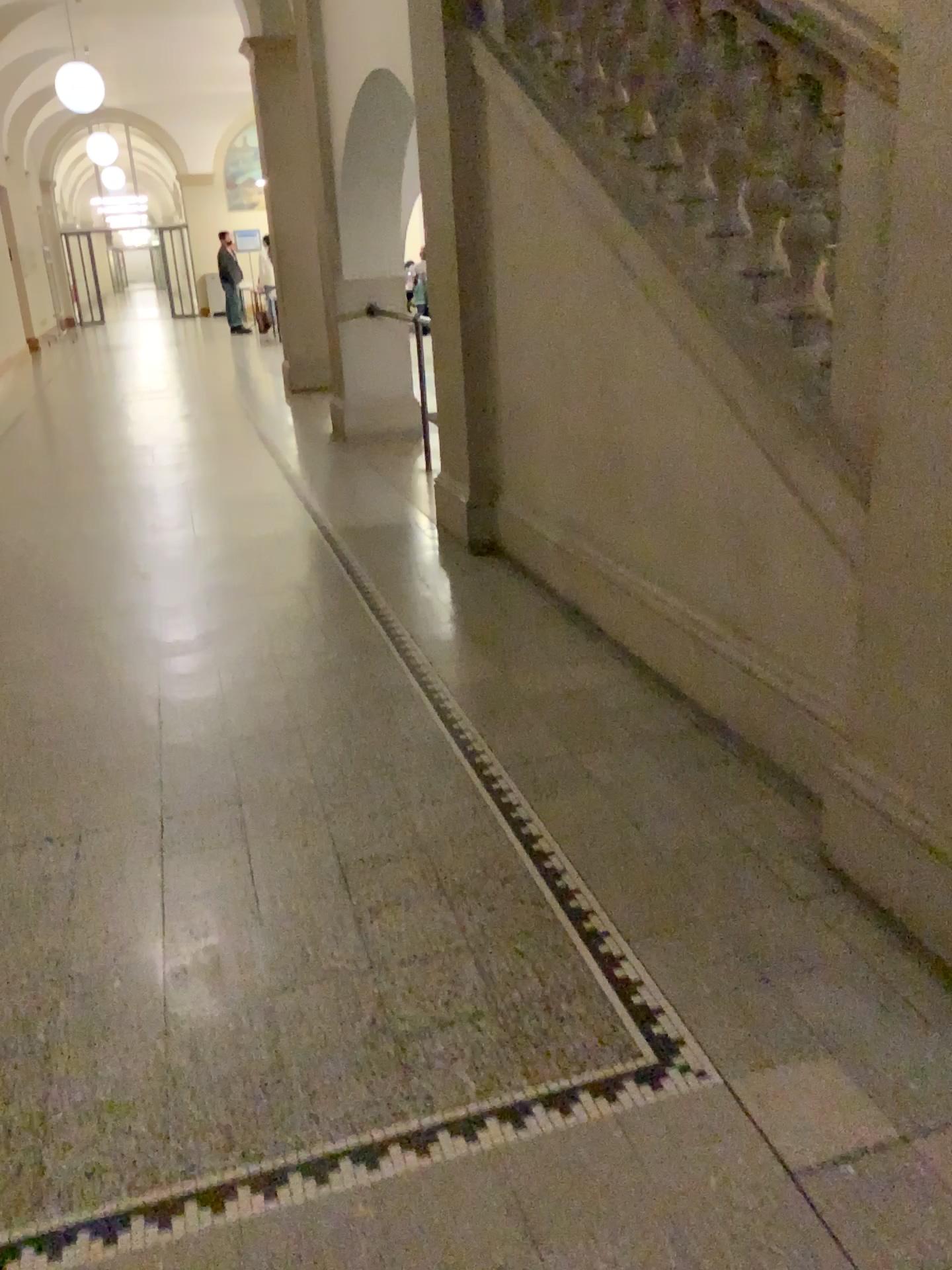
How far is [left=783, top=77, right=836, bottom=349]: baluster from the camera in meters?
2.4

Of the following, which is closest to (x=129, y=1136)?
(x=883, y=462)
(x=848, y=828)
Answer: (x=848, y=828)

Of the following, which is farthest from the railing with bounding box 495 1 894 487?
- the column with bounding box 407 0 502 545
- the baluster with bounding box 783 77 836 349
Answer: the column with bounding box 407 0 502 545

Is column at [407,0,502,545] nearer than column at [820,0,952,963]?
No

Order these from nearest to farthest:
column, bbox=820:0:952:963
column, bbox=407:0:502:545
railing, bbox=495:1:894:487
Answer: column, bbox=820:0:952:963 < railing, bbox=495:1:894:487 < column, bbox=407:0:502:545

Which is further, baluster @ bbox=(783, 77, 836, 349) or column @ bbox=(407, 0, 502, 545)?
column @ bbox=(407, 0, 502, 545)

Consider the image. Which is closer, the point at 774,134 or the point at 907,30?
the point at 907,30

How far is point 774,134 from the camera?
2.6m

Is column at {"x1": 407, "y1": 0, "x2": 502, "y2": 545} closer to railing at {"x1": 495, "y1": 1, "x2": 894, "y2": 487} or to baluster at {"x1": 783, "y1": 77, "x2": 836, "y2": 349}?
railing at {"x1": 495, "y1": 1, "x2": 894, "y2": 487}

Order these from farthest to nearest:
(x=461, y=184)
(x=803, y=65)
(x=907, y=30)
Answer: (x=461, y=184) < (x=803, y=65) < (x=907, y=30)
